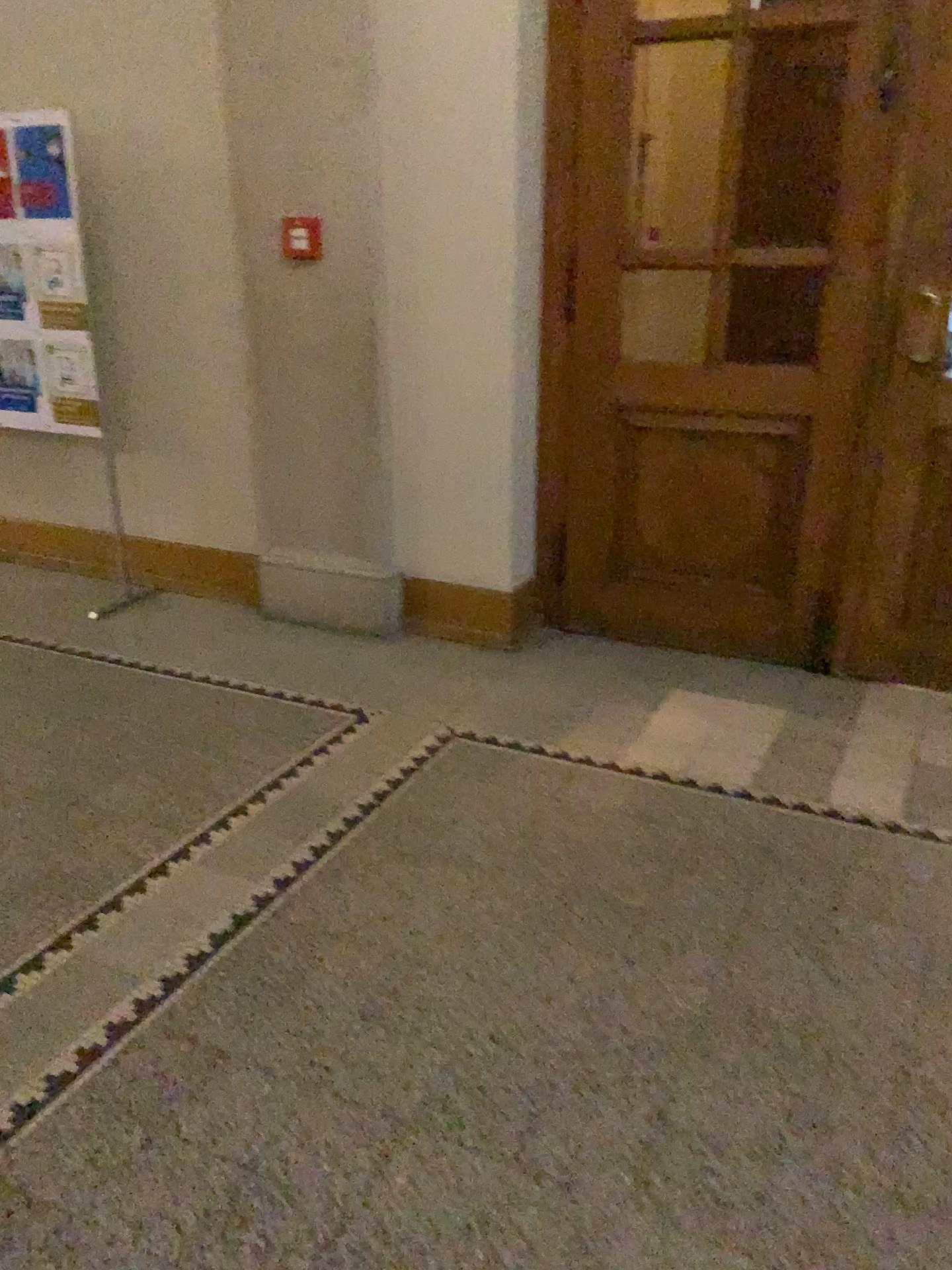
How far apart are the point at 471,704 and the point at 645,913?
1.23m

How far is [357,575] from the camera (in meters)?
4.11

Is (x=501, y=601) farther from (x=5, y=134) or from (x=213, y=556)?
(x=5, y=134)

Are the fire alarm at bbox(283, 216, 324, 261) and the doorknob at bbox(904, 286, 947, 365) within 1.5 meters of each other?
no

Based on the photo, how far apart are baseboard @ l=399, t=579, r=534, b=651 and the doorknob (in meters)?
1.59

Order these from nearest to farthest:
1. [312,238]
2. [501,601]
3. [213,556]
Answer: [312,238]
[501,601]
[213,556]

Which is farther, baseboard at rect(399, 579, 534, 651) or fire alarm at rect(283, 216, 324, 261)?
baseboard at rect(399, 579, 534, 651)

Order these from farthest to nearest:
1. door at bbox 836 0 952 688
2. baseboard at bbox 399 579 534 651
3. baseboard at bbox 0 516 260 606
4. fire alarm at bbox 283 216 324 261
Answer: → baseboard at bbox 0 516 260 606 → baseboard at bbox 399 579 534 651 → fire alarm at bbox 283 216 324 261 → door at bbox 836 0 952 688

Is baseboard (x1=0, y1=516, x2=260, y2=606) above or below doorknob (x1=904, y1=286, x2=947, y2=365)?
below

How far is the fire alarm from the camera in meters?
3.8
